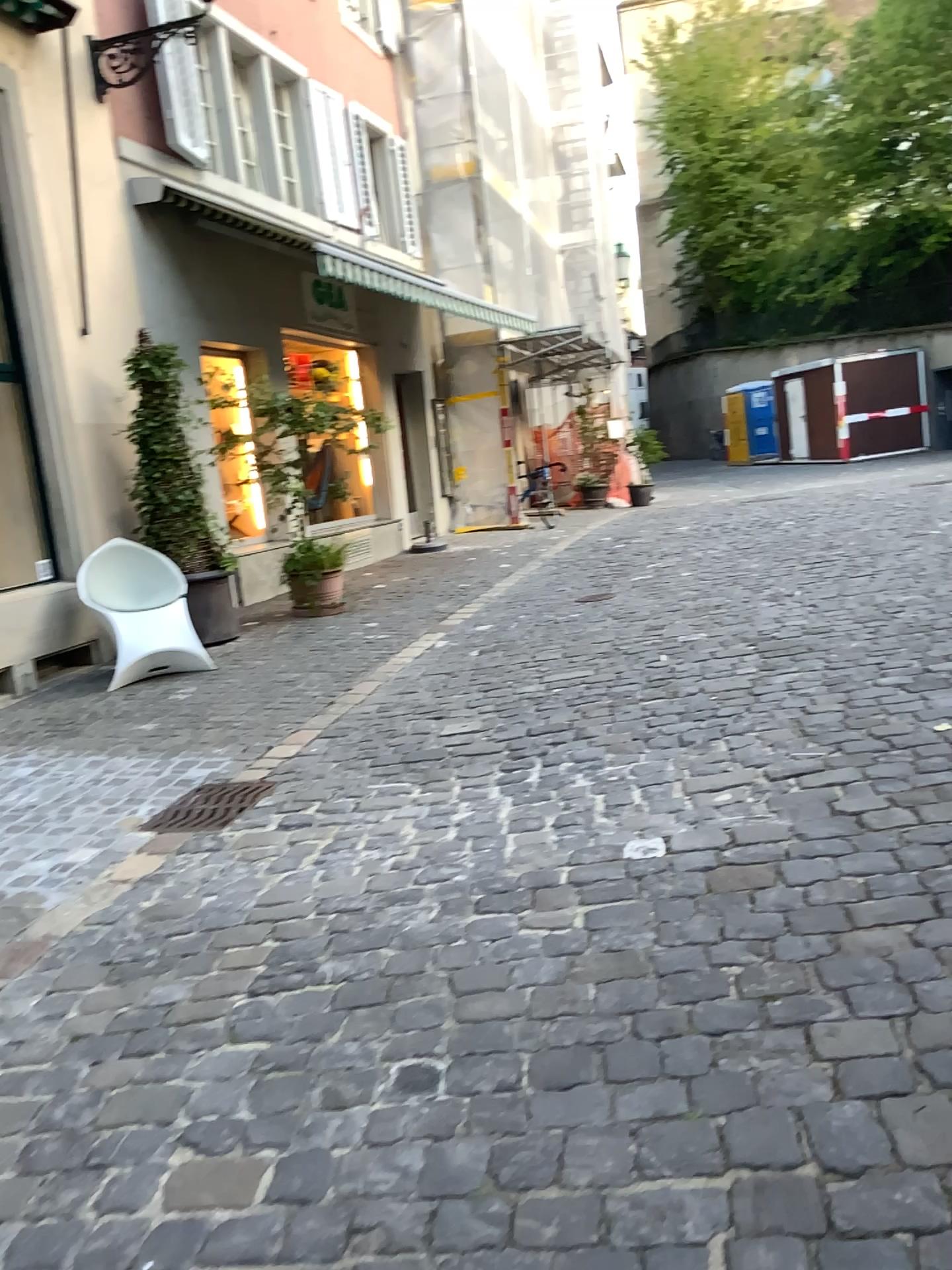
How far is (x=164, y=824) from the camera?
4.1 meters

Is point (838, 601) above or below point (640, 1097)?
above

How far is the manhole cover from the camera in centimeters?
415cm
